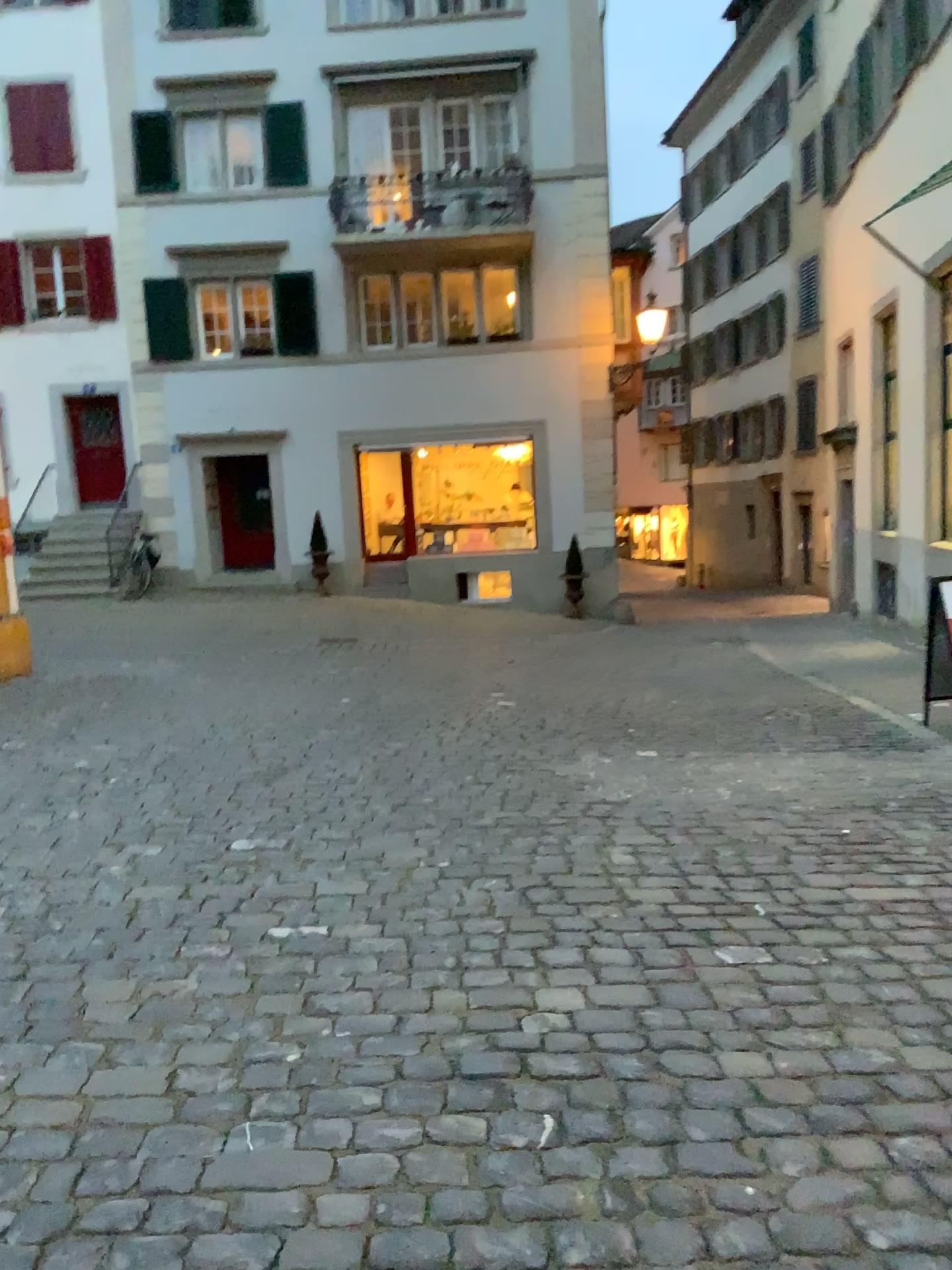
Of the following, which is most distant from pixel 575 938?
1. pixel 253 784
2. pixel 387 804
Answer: pixel 253 784
